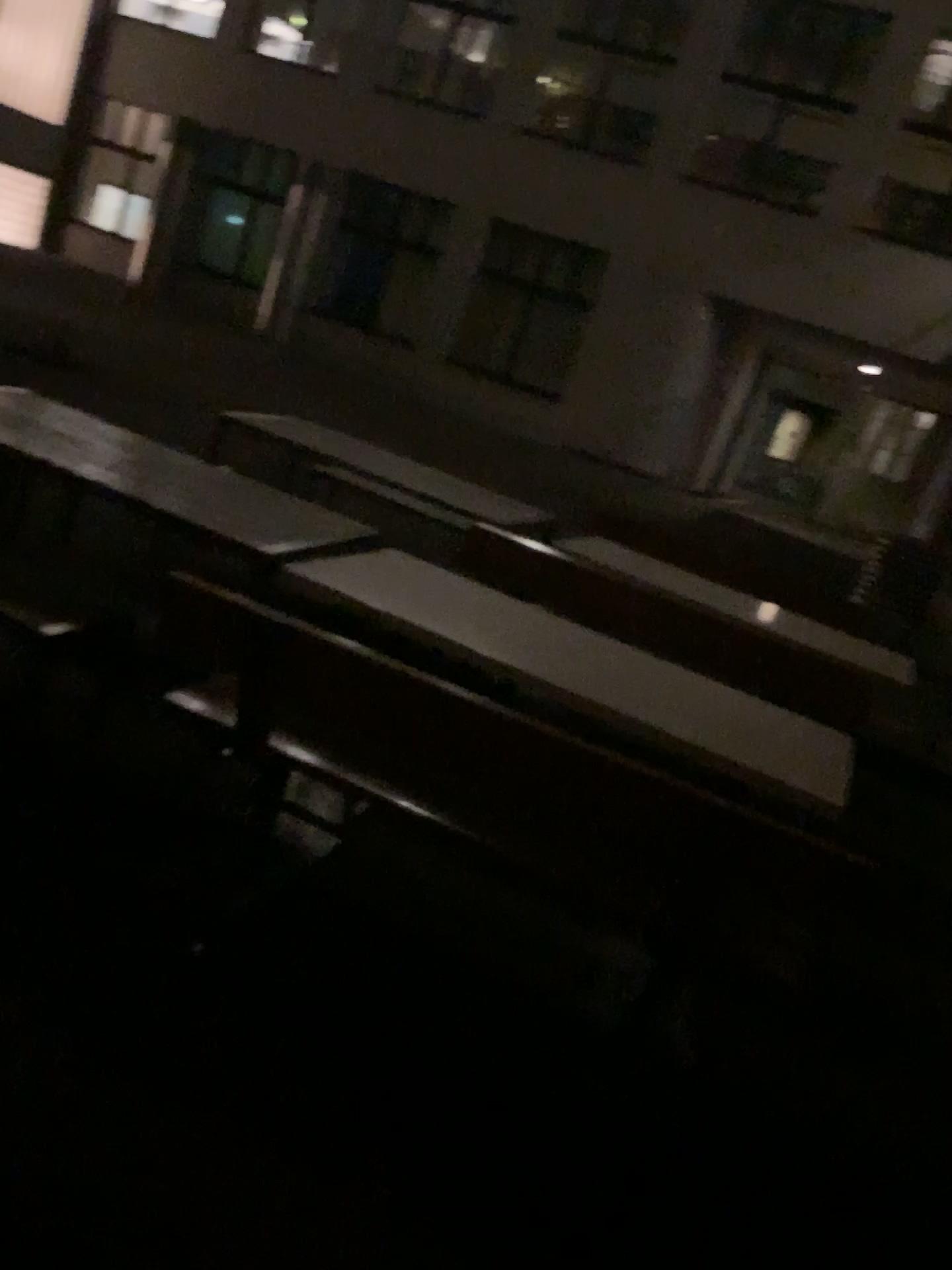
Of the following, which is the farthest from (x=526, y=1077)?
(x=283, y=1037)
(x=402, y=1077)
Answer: (x=283, y=1037)
